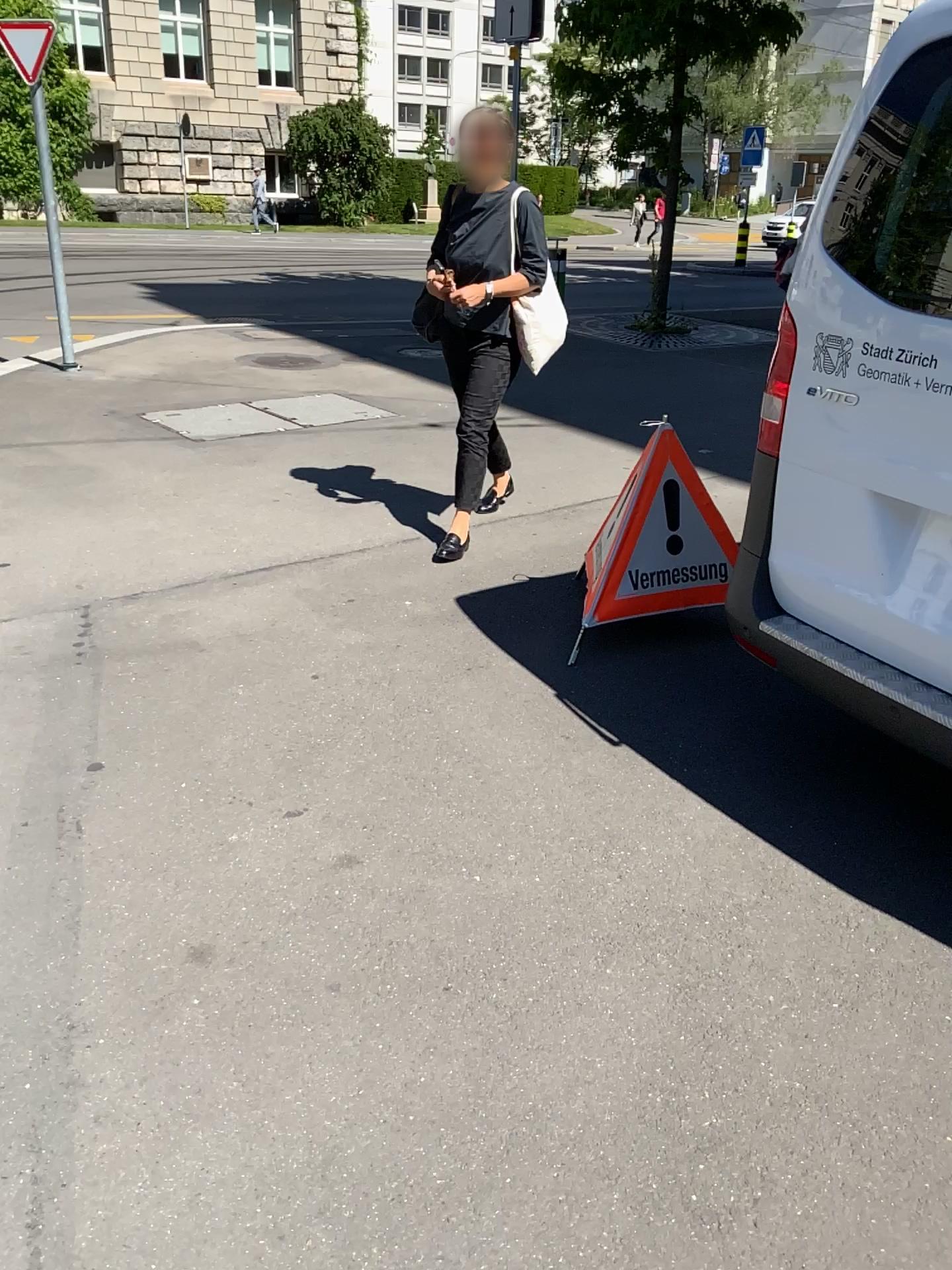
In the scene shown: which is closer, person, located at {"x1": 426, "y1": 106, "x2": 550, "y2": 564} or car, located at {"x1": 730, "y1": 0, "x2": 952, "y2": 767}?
car, located at {"x1": 730, "y1": 0, "x2": 952, "y2": 767}

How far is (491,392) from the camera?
4.1m

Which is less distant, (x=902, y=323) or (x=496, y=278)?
(x=902, y=323)
